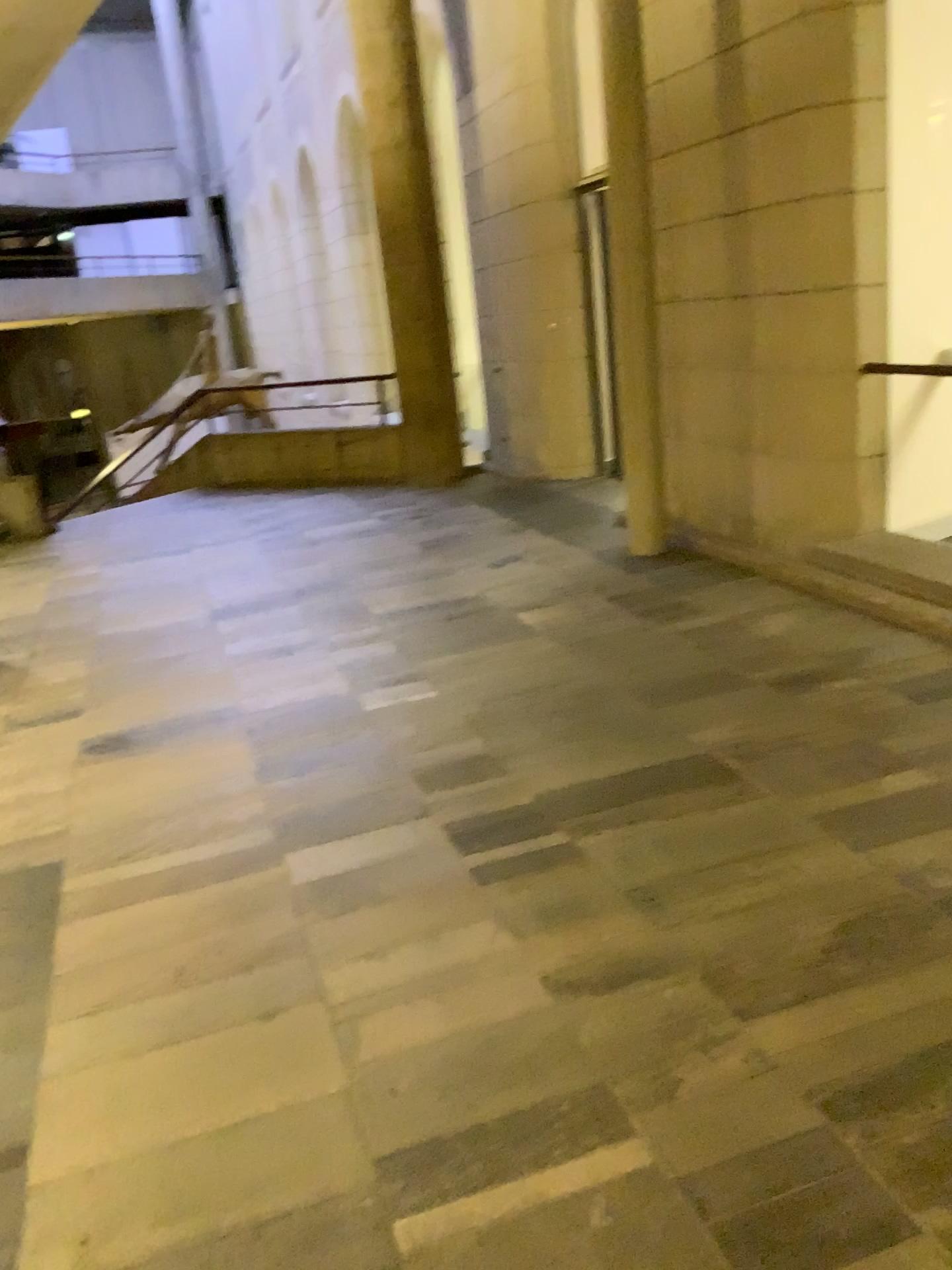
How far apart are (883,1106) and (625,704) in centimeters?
202cm
